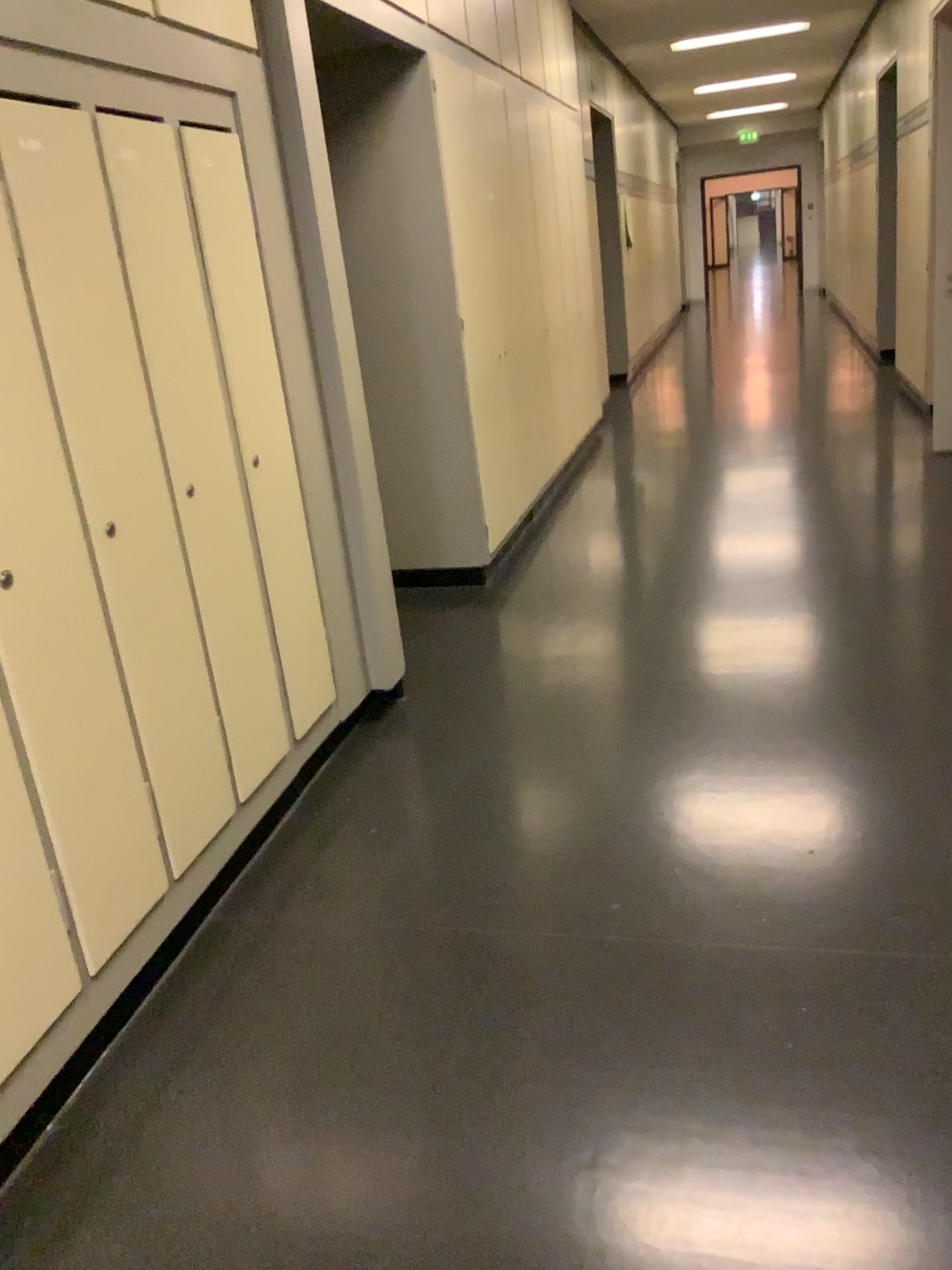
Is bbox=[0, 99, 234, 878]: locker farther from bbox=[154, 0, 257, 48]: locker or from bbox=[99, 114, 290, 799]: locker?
bbox=[154, 0, 257, 48]: locker

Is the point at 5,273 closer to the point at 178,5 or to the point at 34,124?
the point at 34,124

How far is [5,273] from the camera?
1.8 meters

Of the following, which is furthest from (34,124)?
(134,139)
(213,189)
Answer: (213,189)

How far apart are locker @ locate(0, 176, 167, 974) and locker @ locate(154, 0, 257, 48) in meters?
0.9 m

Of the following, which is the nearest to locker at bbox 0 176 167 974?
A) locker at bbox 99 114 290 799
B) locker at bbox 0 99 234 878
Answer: locker at bbox 0 99 234 878

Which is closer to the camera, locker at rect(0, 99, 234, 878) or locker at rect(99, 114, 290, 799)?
locker at rect(0, 99, 234, 878)

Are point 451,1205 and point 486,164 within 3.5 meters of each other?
no

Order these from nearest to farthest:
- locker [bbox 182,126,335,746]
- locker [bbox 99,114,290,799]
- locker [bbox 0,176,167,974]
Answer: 1. locker [bbox 0,176,167,974]
2. locker [bbox 99,114,290,799]
3. locker [bbox 182,126,335,746]

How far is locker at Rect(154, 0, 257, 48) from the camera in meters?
2.4
